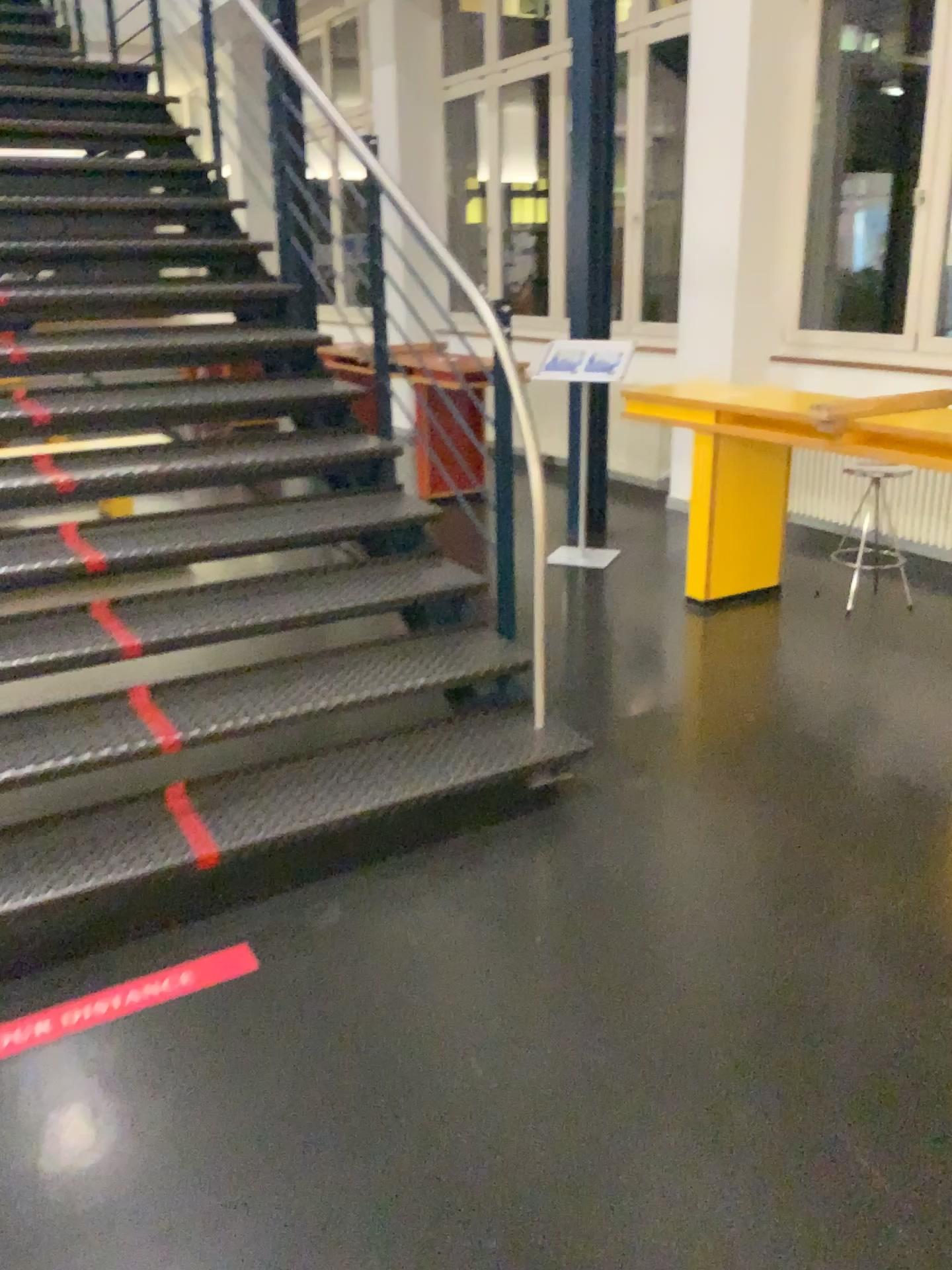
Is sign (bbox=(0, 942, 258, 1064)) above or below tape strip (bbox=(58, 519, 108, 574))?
below

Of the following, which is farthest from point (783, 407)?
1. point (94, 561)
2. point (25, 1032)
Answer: point (25, 1032)

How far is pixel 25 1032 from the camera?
2.1m

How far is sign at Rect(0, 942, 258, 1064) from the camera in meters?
2.1 m

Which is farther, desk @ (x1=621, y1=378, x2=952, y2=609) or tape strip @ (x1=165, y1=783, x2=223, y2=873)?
desk @ (x1=621, y1=378, x2=952, y2=609)

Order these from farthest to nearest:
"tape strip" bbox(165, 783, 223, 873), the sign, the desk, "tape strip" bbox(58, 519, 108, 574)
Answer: the desk < "tape strip" bbox(58, 519, 108, 574) < "tape strip" bbox(165, 783, 223, 873) < the sign

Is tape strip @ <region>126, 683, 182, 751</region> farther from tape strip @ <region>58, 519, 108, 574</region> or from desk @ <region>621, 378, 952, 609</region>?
desk @ <region>621, 378, 952, 609</region>

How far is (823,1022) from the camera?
2.1m

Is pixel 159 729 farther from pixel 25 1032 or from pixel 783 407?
pixel 783 407

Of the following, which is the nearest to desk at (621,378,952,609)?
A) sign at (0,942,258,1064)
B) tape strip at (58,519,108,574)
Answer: tape strip at (58,519,108,574)
